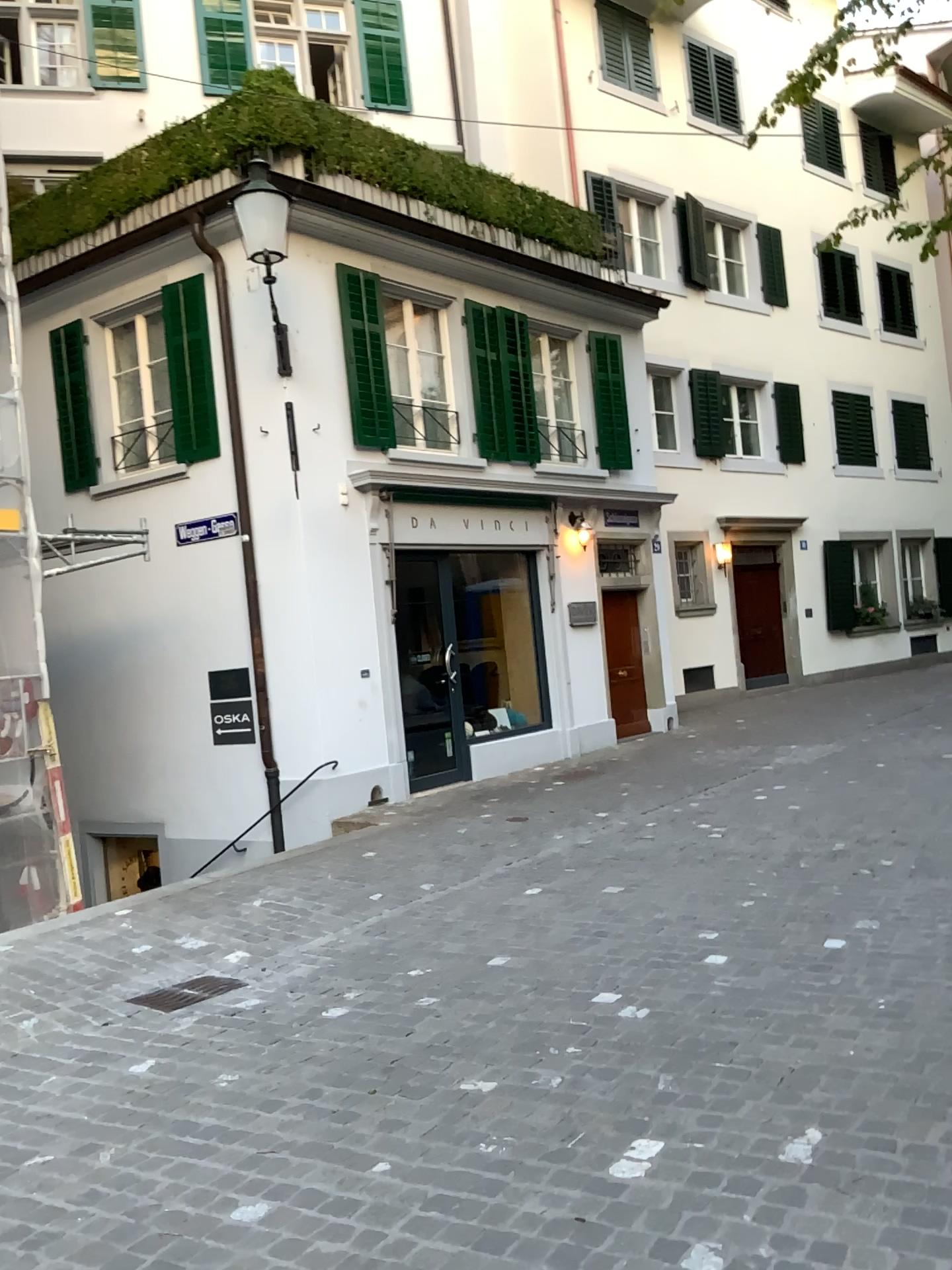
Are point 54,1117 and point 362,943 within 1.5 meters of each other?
no
